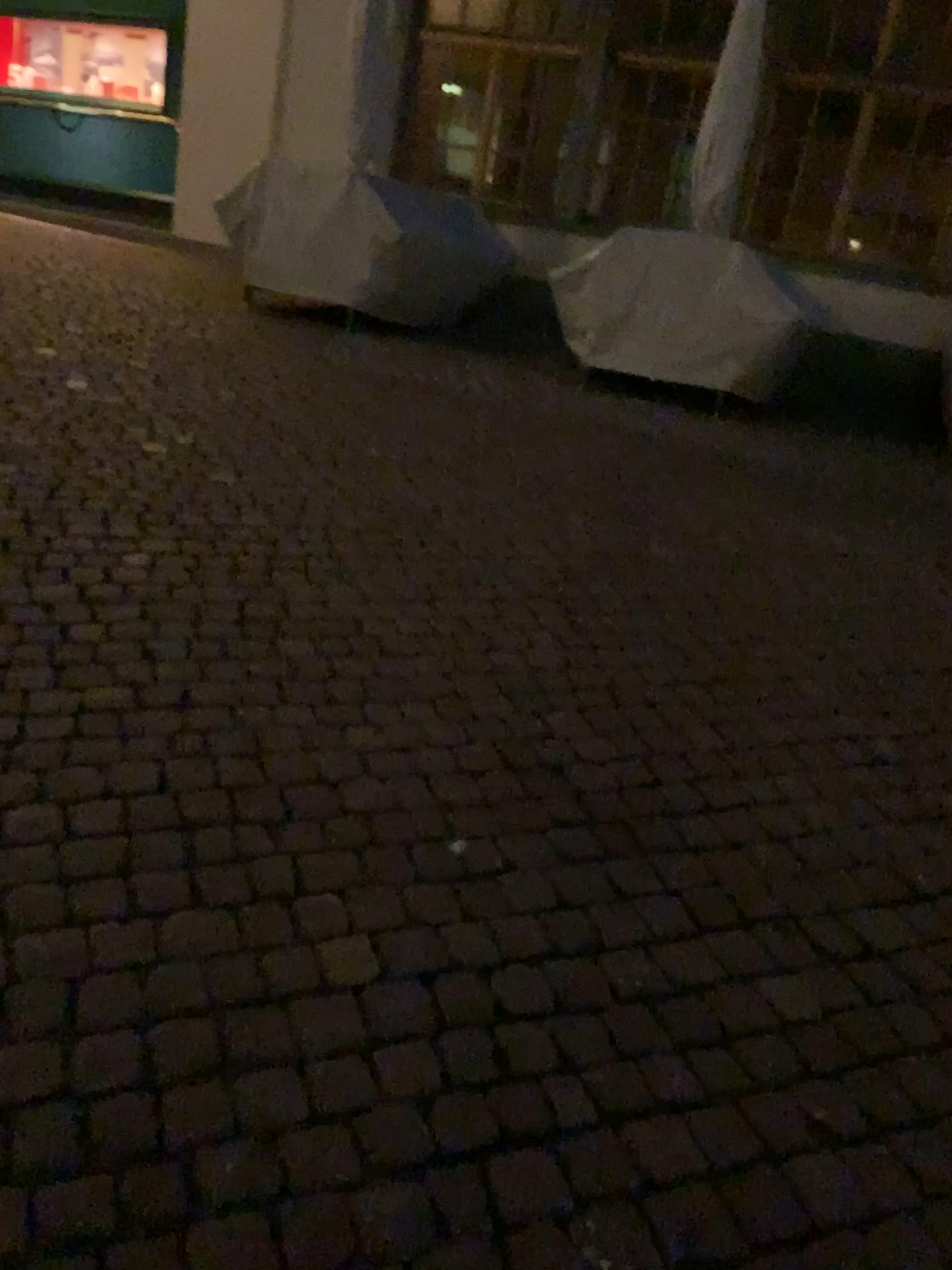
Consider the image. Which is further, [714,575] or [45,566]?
[714,575]
